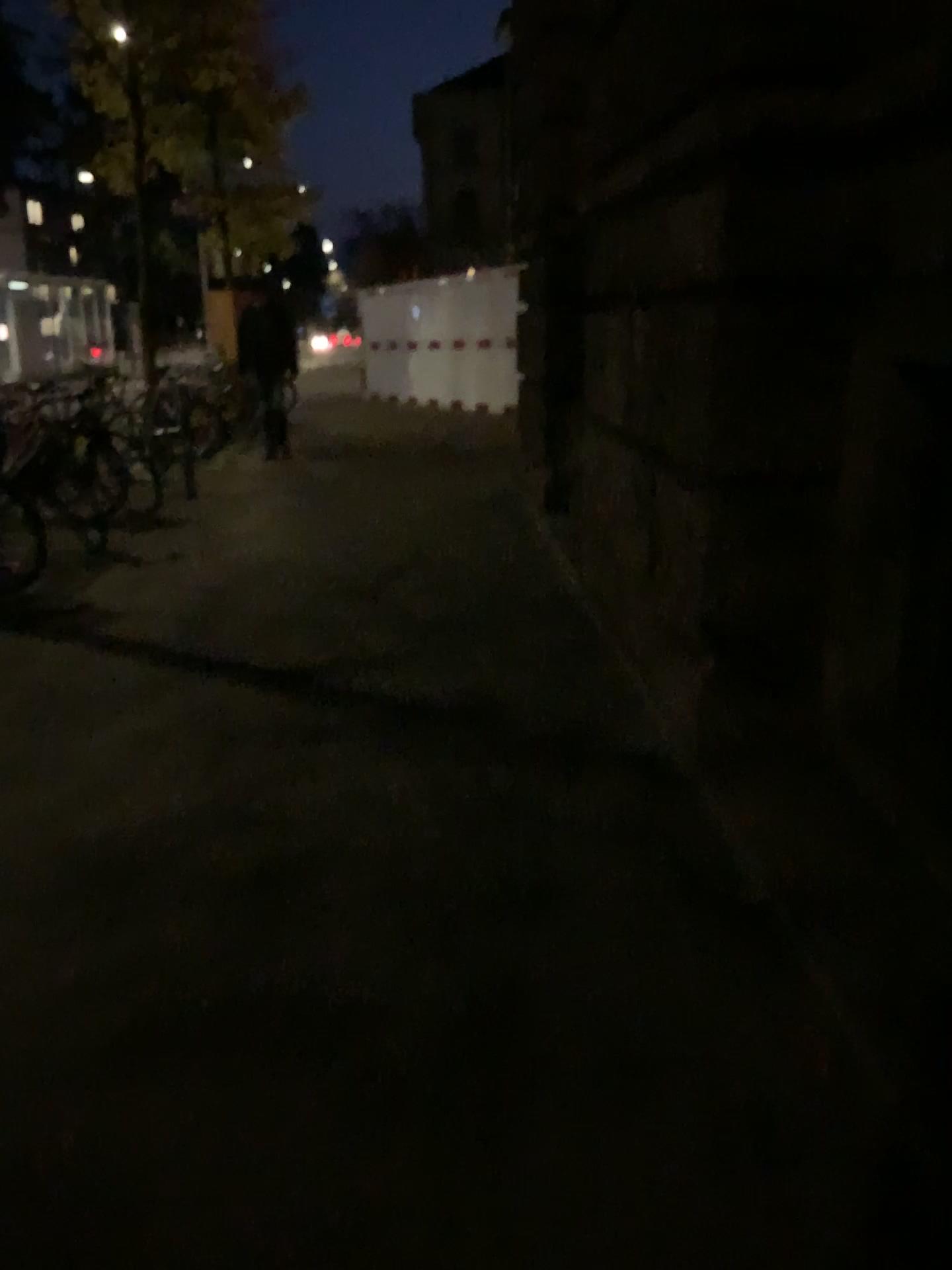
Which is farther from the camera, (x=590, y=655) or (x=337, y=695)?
(x=590, y=655)
